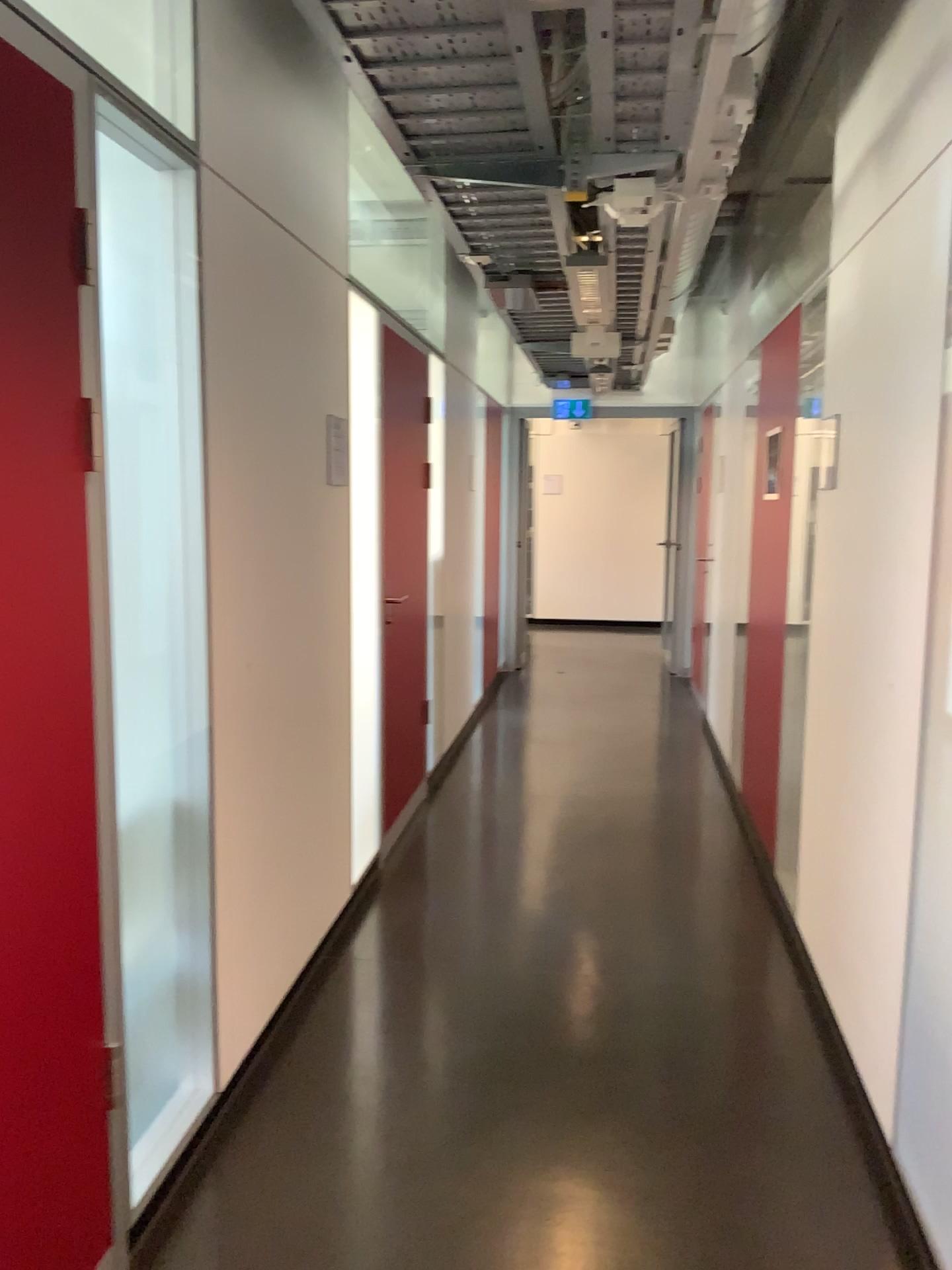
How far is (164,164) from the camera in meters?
2.2 m

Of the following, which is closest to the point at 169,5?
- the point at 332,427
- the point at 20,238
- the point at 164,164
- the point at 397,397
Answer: the point at 164,164

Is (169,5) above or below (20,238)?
above

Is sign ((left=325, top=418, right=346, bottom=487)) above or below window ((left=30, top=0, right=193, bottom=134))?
below

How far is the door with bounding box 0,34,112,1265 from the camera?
1.56m

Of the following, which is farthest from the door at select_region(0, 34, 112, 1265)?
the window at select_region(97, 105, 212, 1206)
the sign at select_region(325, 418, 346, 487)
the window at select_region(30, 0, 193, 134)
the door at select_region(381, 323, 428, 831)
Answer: the door at select_region(381, 323, 428, 831)

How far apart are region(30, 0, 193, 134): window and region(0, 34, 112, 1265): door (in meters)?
0.56

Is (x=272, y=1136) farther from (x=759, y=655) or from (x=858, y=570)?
(x=759, y=655)

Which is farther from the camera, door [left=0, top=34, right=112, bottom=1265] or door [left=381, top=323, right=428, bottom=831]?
door [left=381, top=323, right=428, bottom=831]

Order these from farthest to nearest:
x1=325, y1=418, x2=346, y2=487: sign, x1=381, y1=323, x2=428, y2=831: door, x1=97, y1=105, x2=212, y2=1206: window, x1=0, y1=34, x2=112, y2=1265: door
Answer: x1=381, y1=323, x2=428, y2=831: door < x1=325, y1=418, x2=346, y2=487: sign < x1=97, y1=105, x2=212, y2=1206: window < x1=0, y1=34, x2=112, y2=1265: door
